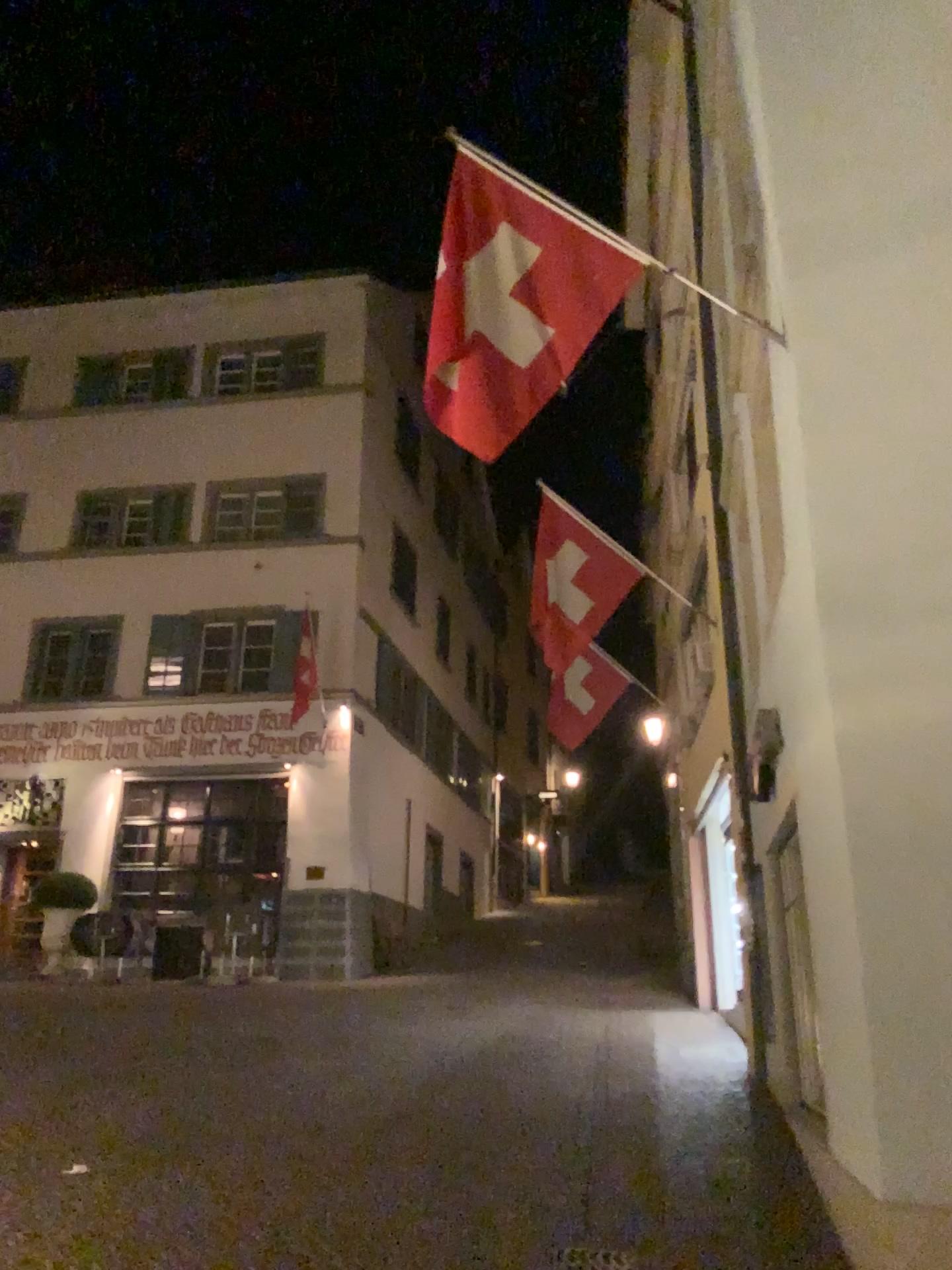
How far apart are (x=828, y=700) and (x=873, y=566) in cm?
65
